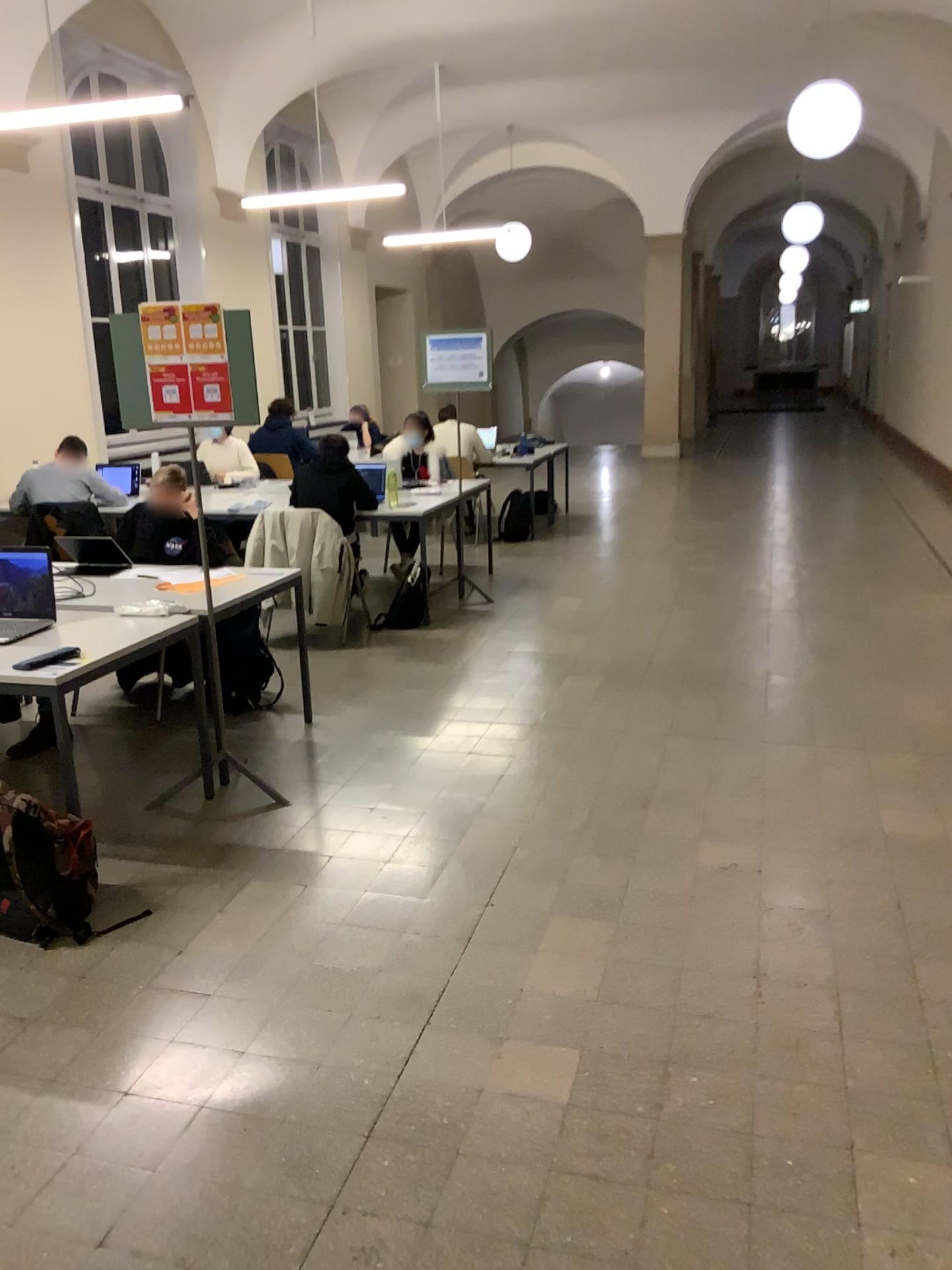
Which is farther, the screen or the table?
the screen

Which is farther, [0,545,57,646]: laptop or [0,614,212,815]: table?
[0,545,57,646]: laptop

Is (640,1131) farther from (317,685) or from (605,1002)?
(317,685)

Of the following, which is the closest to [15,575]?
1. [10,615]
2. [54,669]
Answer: [10,615]

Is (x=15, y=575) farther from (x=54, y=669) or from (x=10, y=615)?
(x=54, y=669)

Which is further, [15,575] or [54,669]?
→ [15,575]
